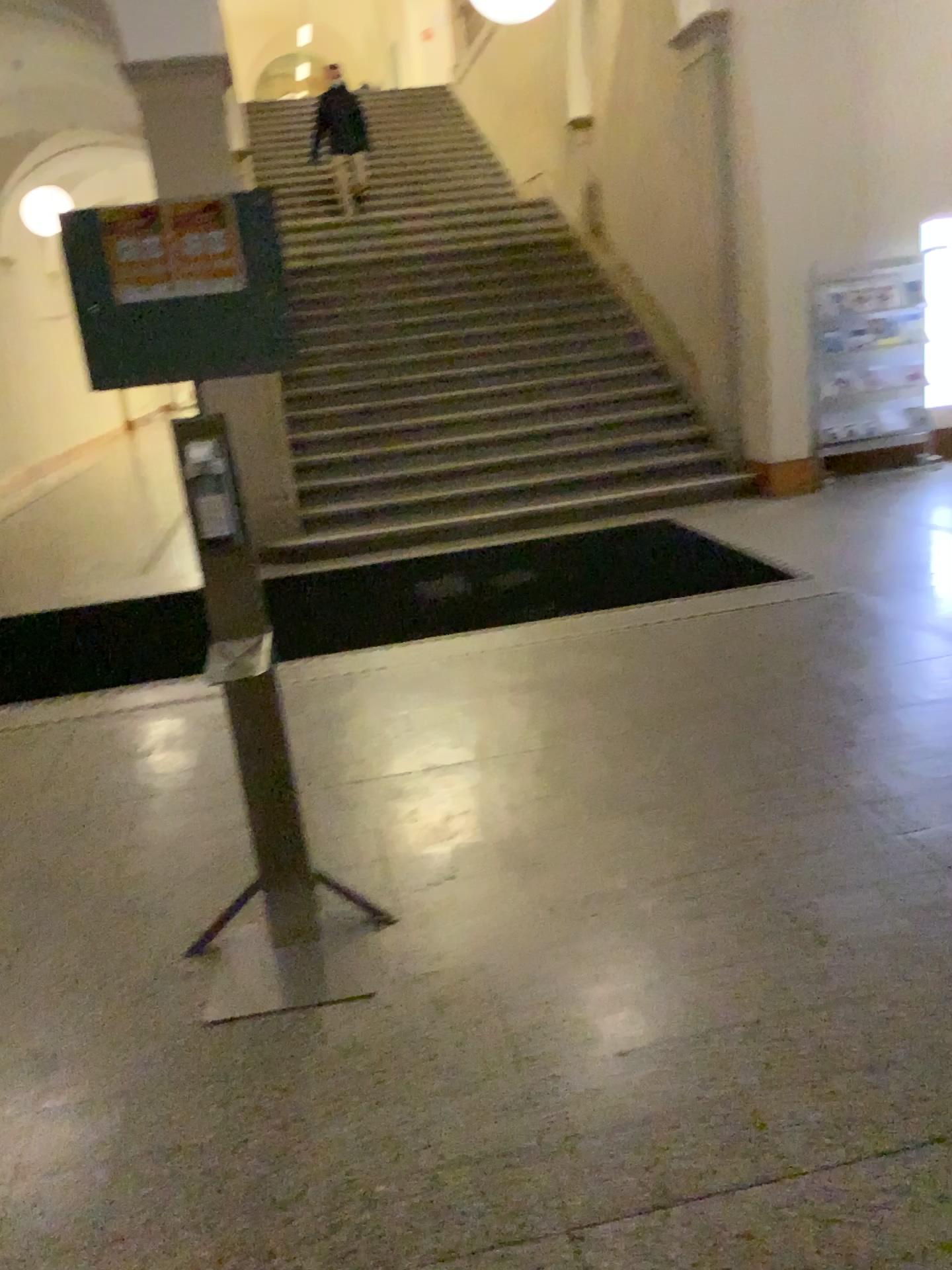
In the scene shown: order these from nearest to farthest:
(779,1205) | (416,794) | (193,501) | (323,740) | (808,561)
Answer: (779,1205) < (193,501) < (416,794) < (323,740) < (808,561)
